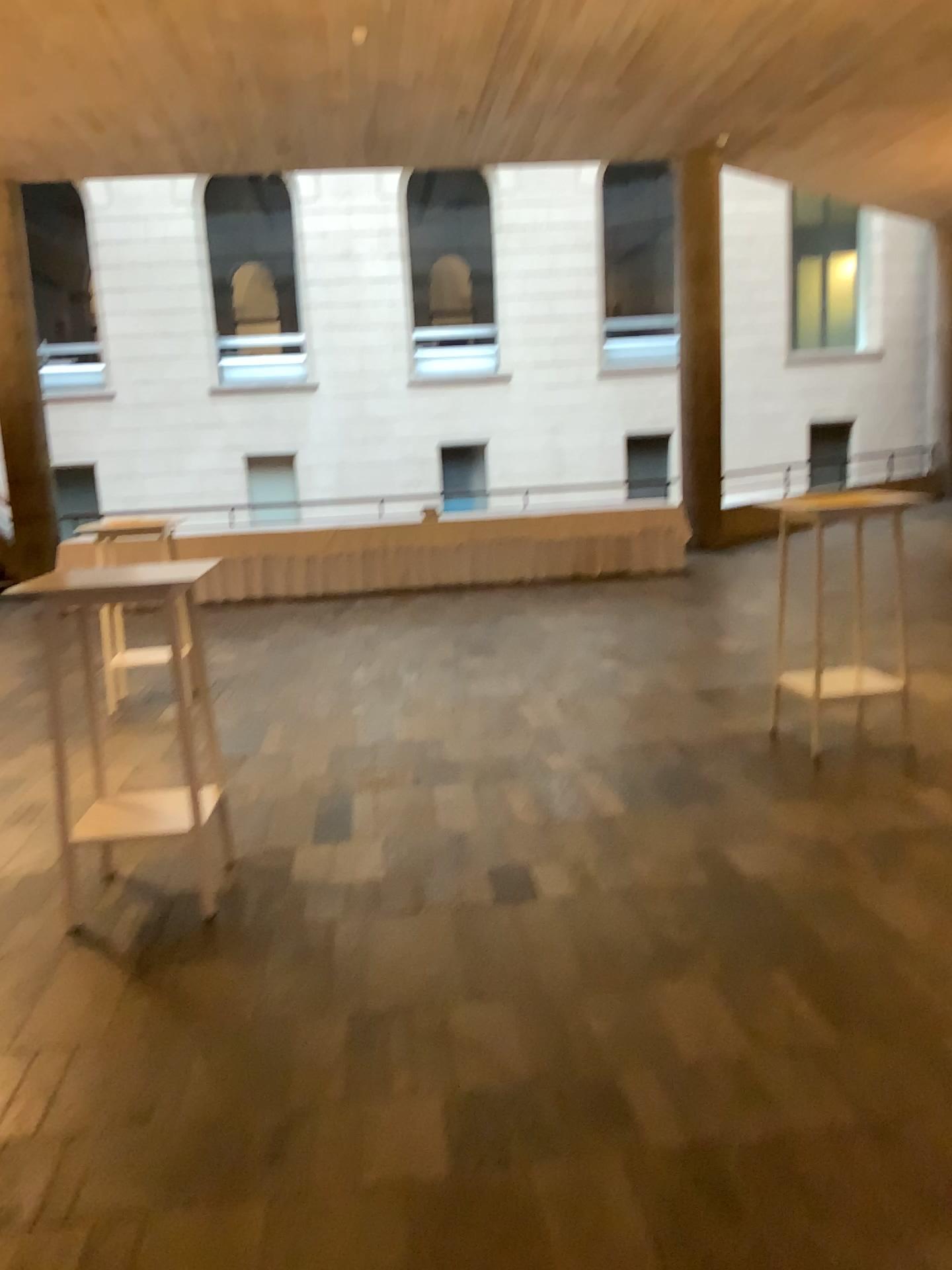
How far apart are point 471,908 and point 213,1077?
1.1 meters

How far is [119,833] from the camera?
3.8 meters

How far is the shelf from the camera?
3.8m
